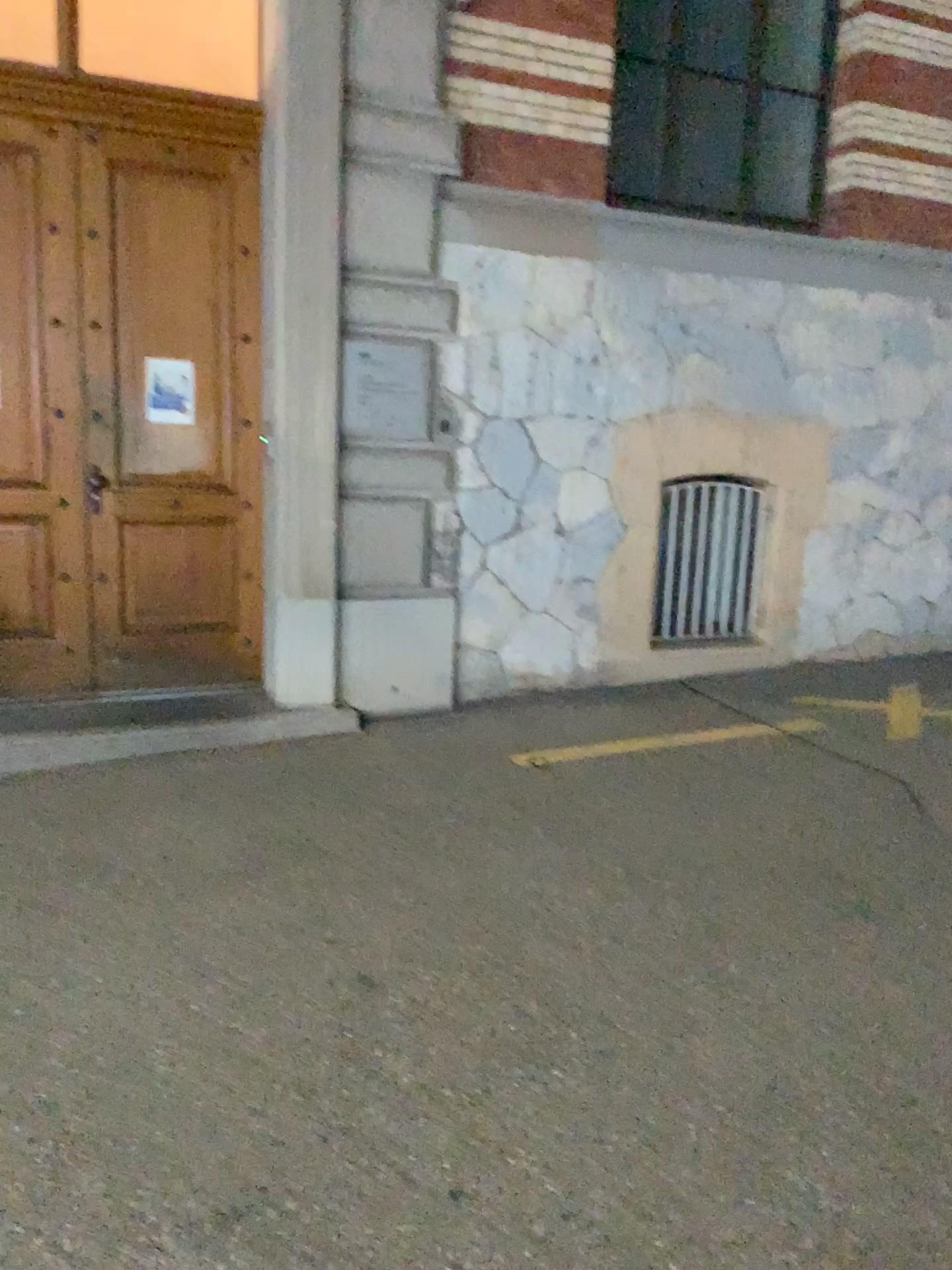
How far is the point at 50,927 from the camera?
3.24m
